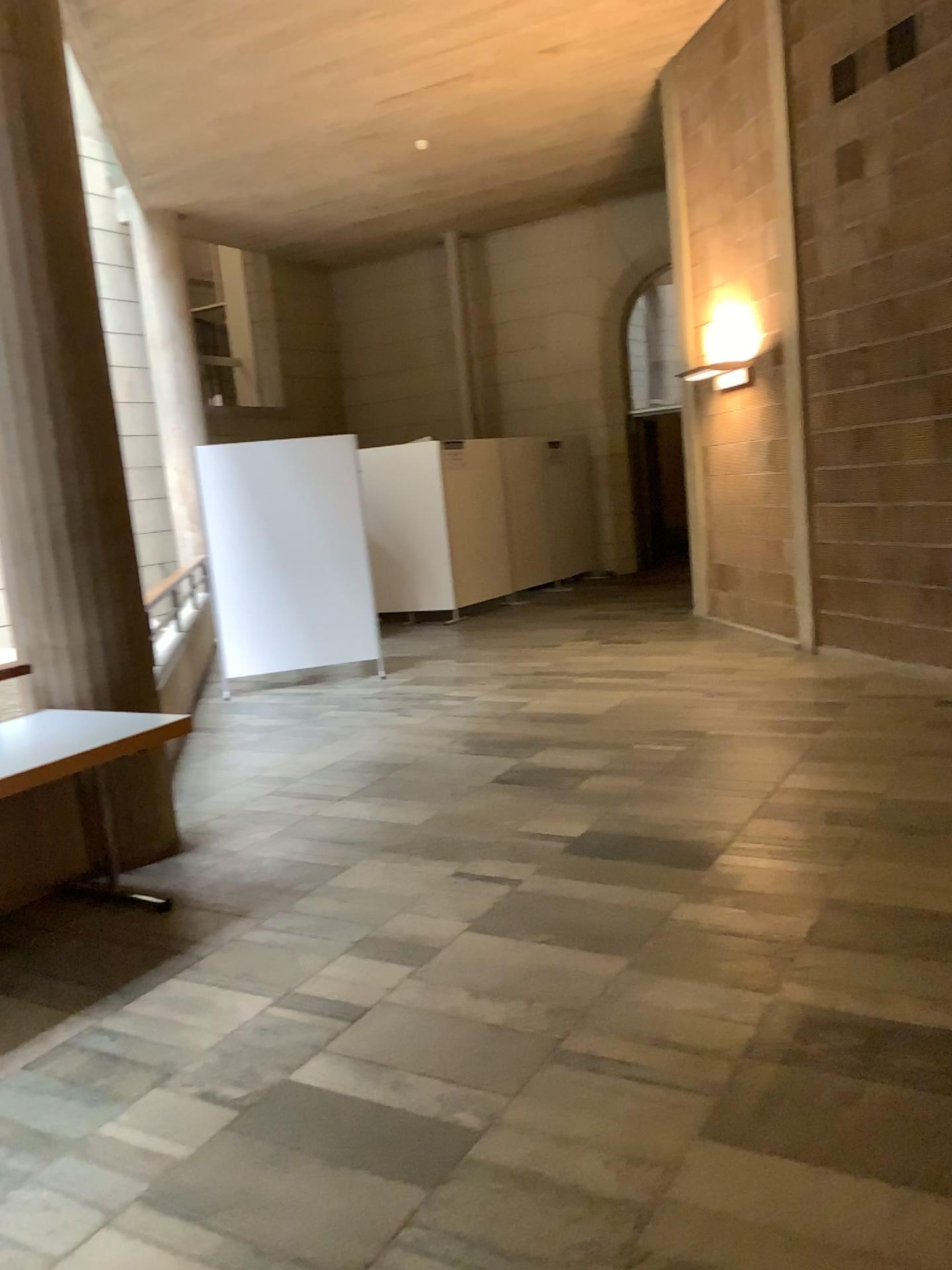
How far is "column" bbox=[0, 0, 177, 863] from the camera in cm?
409

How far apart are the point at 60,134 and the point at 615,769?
3.6m

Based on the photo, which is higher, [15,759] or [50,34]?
[50,34]

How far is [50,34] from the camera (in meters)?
4.09

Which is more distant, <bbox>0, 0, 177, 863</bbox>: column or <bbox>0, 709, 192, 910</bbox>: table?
<bbox>0, 0, 177, 863</bbox>: column

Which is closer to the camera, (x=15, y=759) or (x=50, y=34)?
(x=15, y=759)
